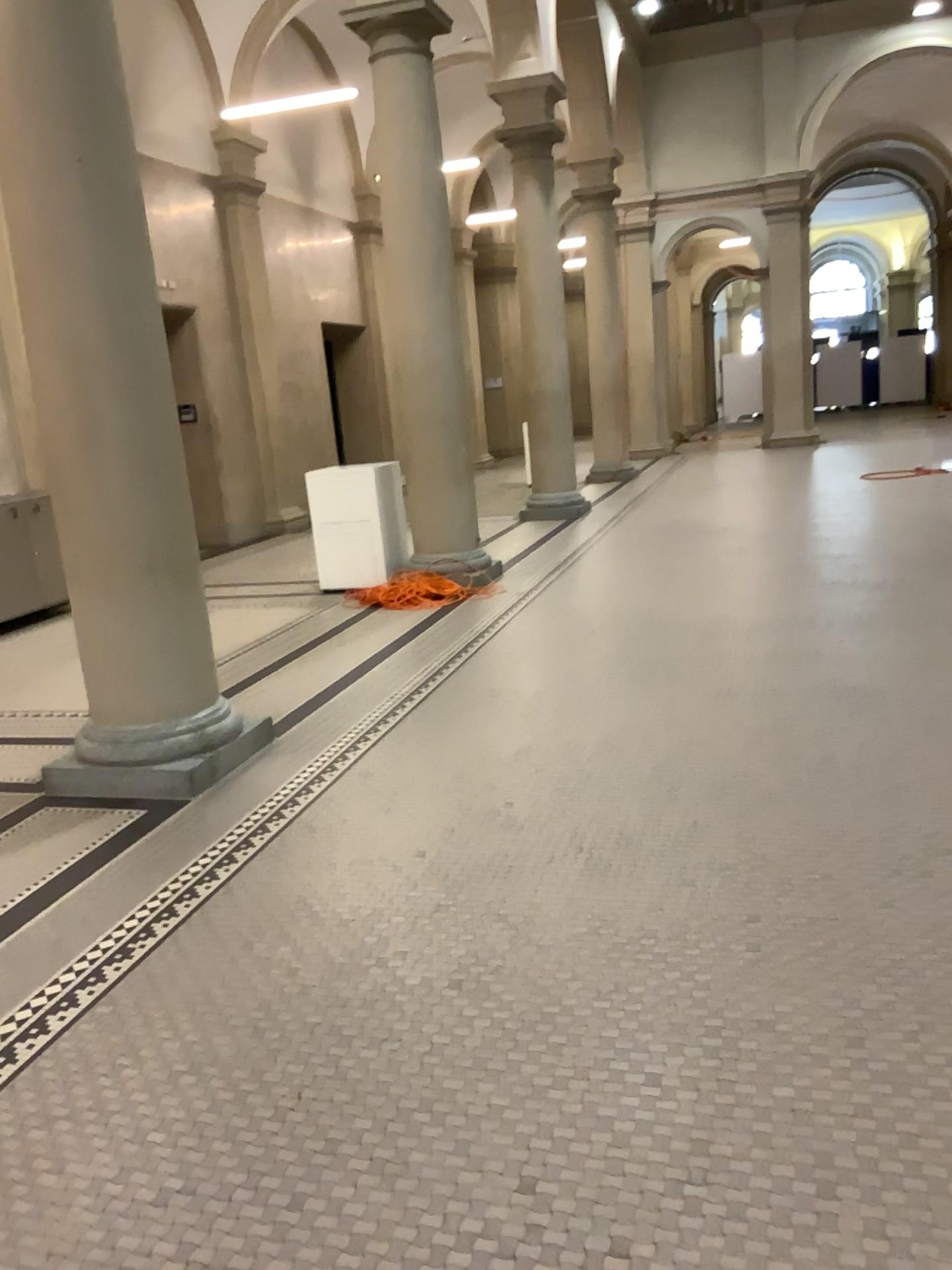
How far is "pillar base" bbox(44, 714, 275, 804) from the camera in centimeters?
430cm

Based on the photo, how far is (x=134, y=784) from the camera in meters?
4.3

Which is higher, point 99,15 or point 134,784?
point 99,15

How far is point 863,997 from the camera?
2.5 meters
